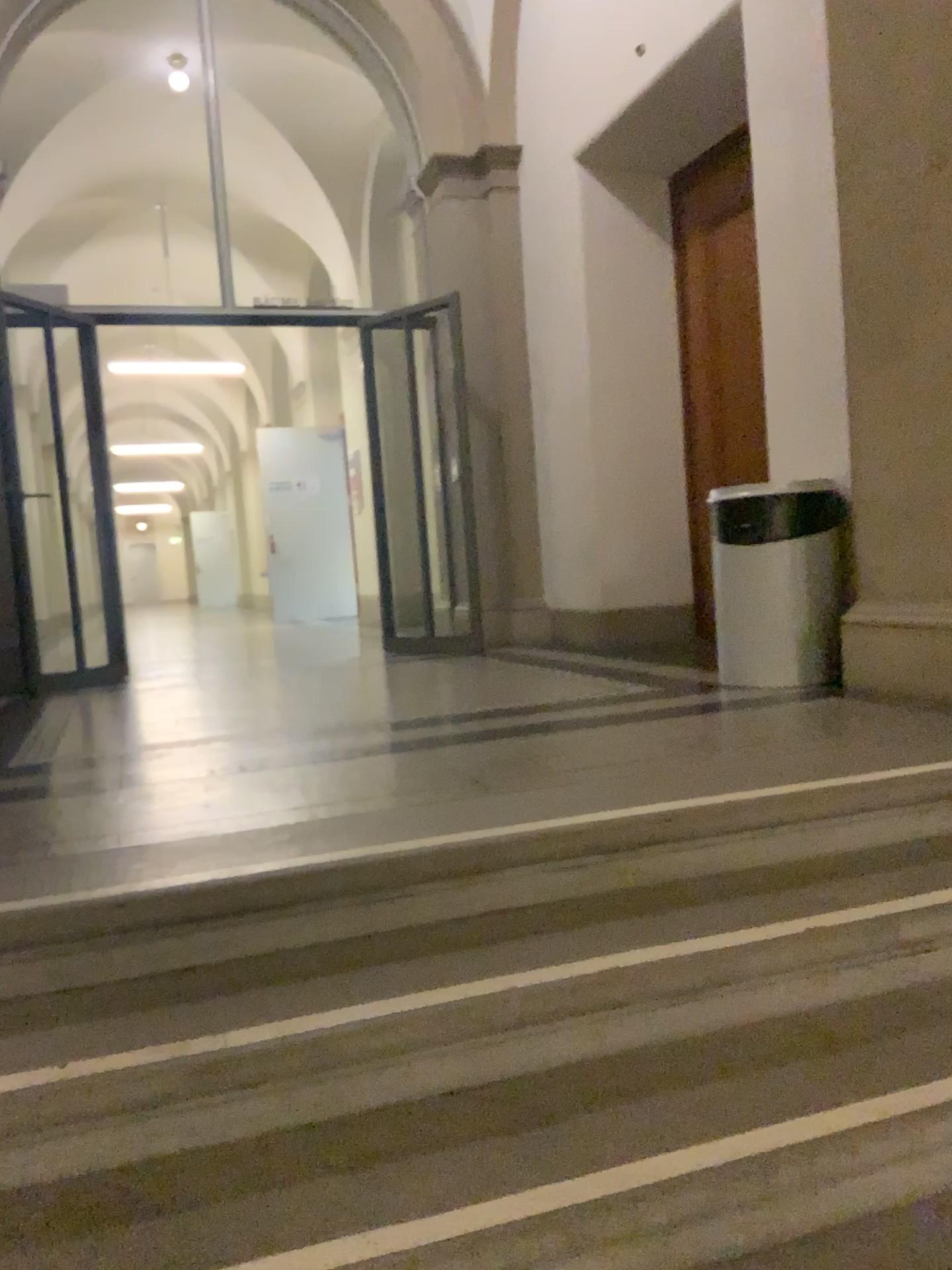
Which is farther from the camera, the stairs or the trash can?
the trash can

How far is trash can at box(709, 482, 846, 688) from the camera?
3.7 meters

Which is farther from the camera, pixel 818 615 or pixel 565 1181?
pixel 818 615

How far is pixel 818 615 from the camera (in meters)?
3.67

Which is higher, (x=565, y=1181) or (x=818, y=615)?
(x=818, y=615)

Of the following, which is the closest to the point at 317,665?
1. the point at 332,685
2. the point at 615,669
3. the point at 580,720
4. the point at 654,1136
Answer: the point at 332,685
